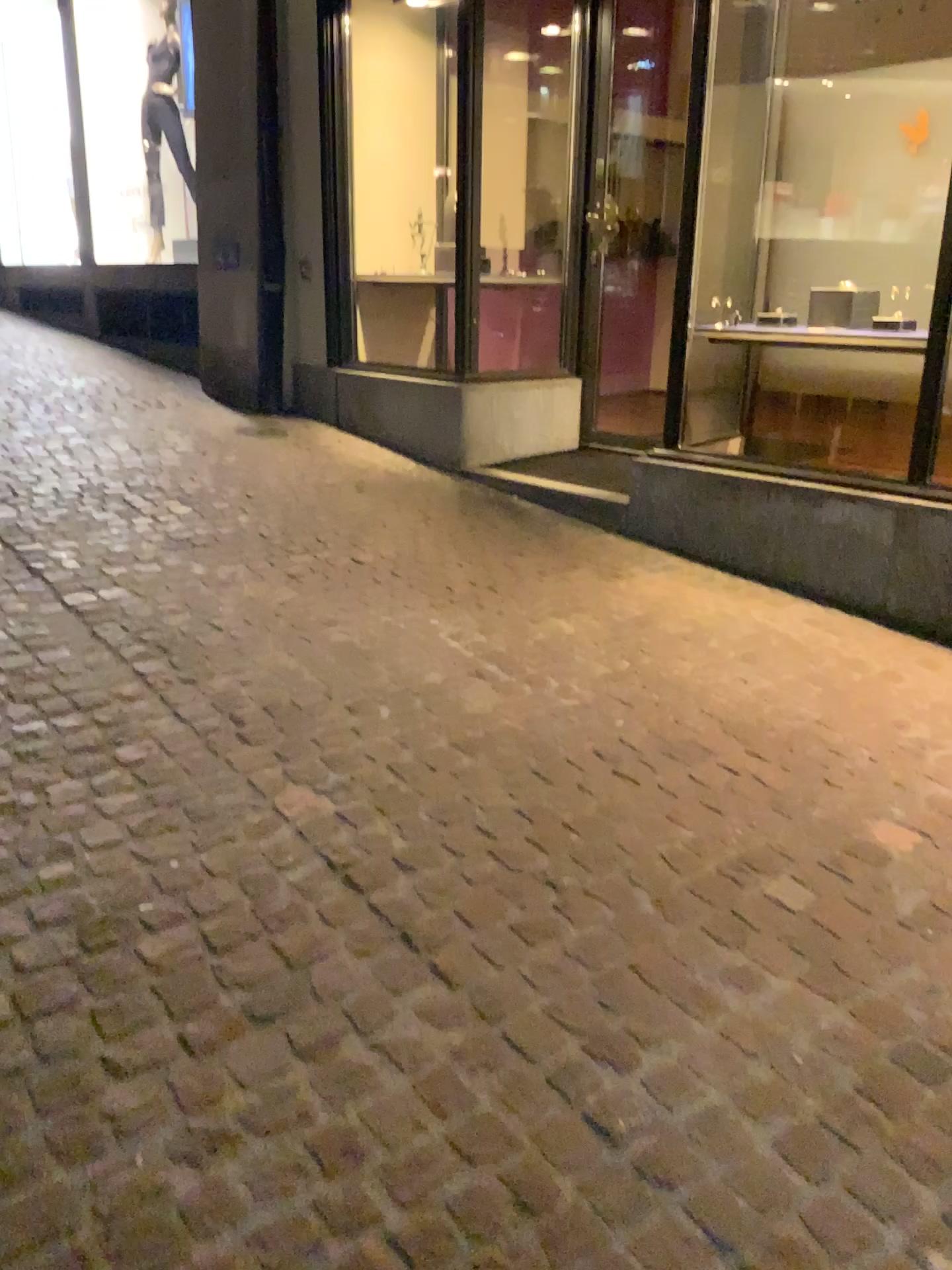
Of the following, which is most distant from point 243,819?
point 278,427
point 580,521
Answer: point 278,427
